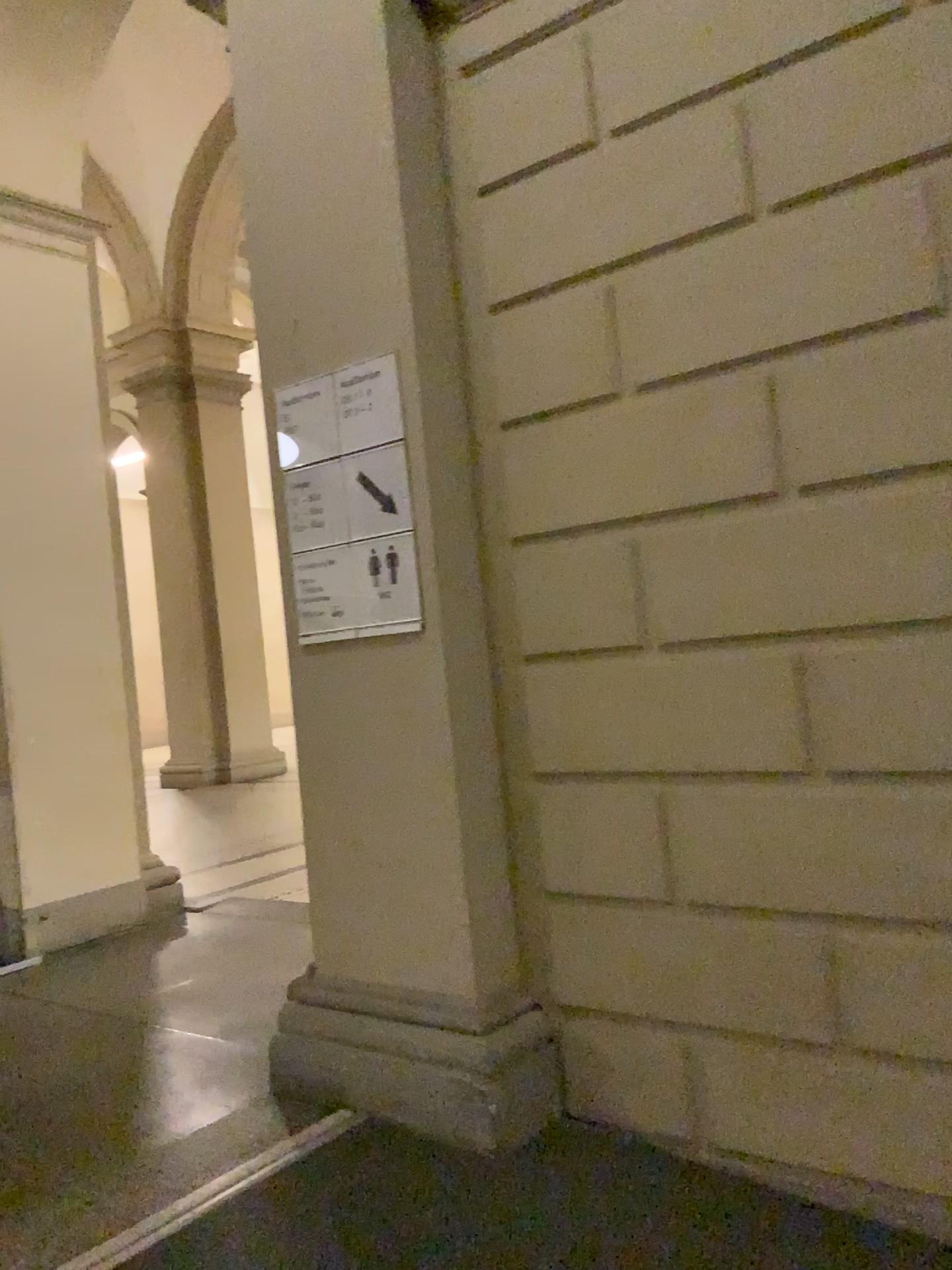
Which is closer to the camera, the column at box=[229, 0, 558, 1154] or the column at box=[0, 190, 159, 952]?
the column at box=[229, 0, 558, 1154]

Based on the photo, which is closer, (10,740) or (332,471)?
(332,471)

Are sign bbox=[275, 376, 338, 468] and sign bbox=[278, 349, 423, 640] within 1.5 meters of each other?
yes

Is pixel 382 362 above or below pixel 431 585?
above

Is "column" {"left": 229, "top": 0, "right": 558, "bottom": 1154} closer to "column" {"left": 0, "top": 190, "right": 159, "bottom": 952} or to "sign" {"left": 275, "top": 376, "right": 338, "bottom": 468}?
"sign" {"left": 275, "top": 376, "right": 338, "bottom": 468}

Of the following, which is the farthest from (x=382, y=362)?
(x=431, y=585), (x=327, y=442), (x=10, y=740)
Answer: (x=10, y=740)

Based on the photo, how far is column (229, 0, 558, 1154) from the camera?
2.48m

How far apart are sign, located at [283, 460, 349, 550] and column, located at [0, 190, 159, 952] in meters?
2.2

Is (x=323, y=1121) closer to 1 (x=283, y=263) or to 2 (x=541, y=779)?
2 (x=541, y=779)

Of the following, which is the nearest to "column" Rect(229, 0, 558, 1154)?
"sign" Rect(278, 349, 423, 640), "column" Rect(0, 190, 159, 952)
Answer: "sign" Rect(278, 349, 423, 640)
